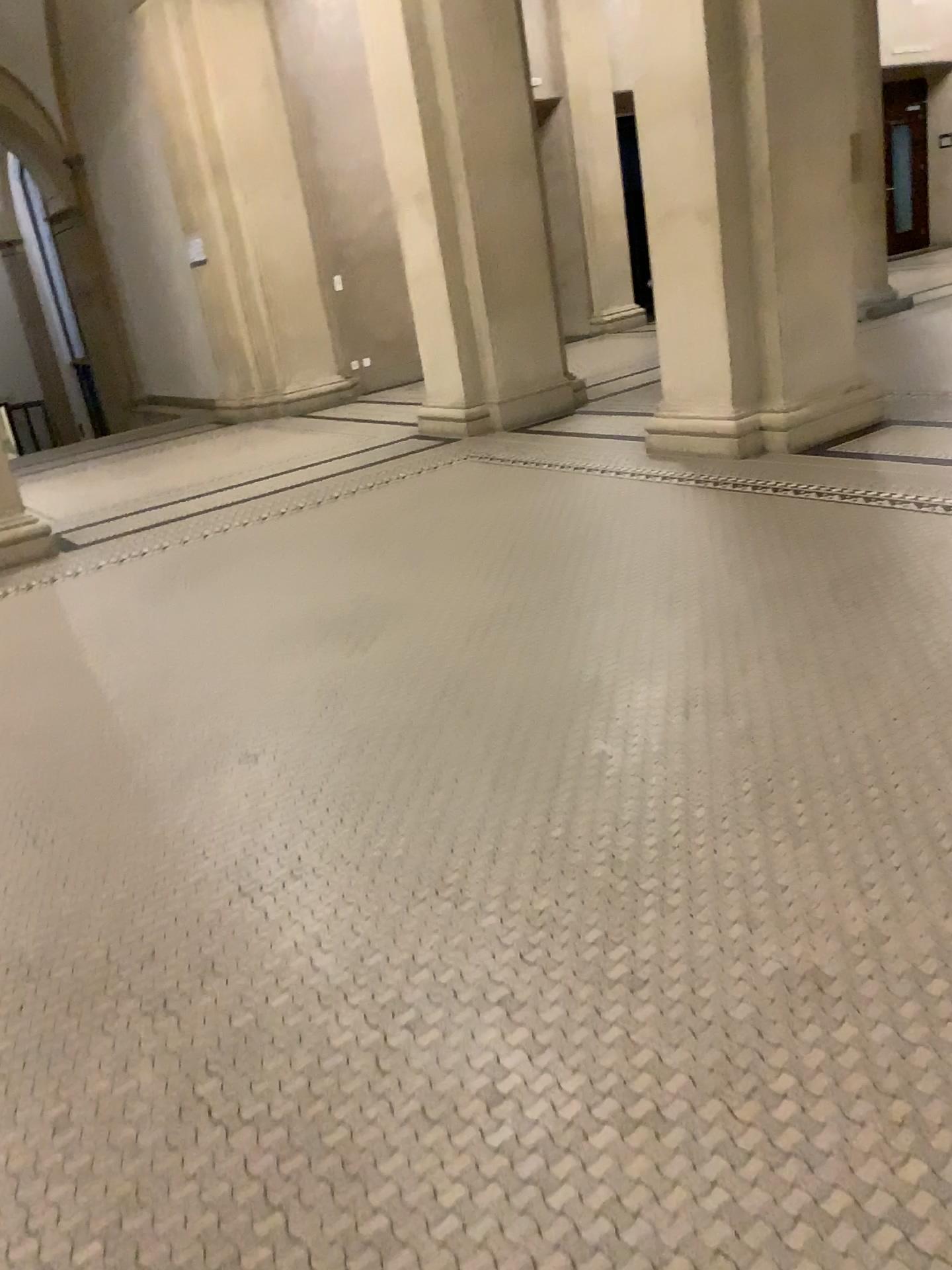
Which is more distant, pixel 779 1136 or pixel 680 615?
pixel 680 615
